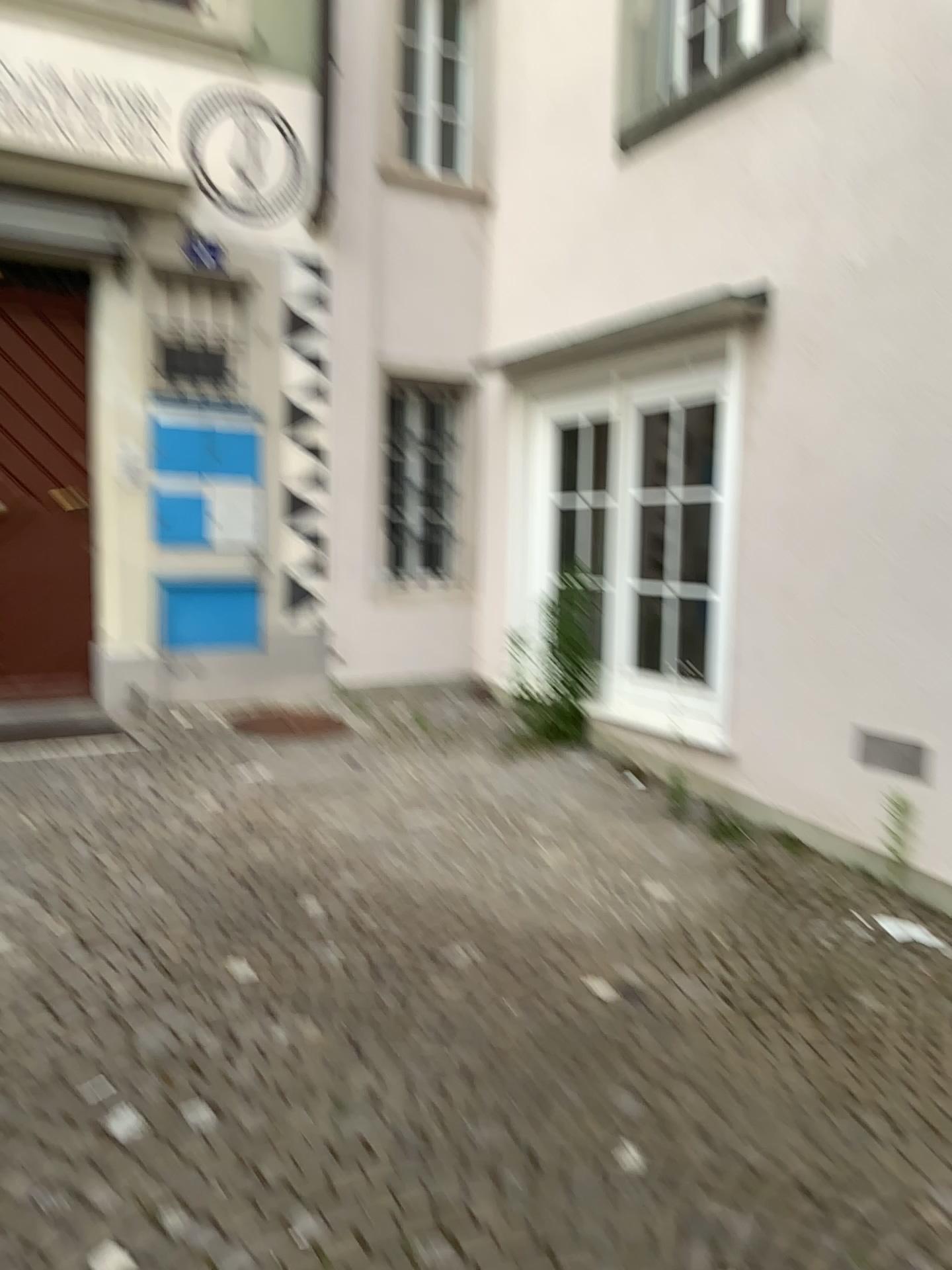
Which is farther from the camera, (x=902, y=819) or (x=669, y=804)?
(x=669, y=804)

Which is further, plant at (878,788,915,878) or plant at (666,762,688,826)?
plant at (666,762,688,826)

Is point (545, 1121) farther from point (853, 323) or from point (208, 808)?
point (853, 323)
